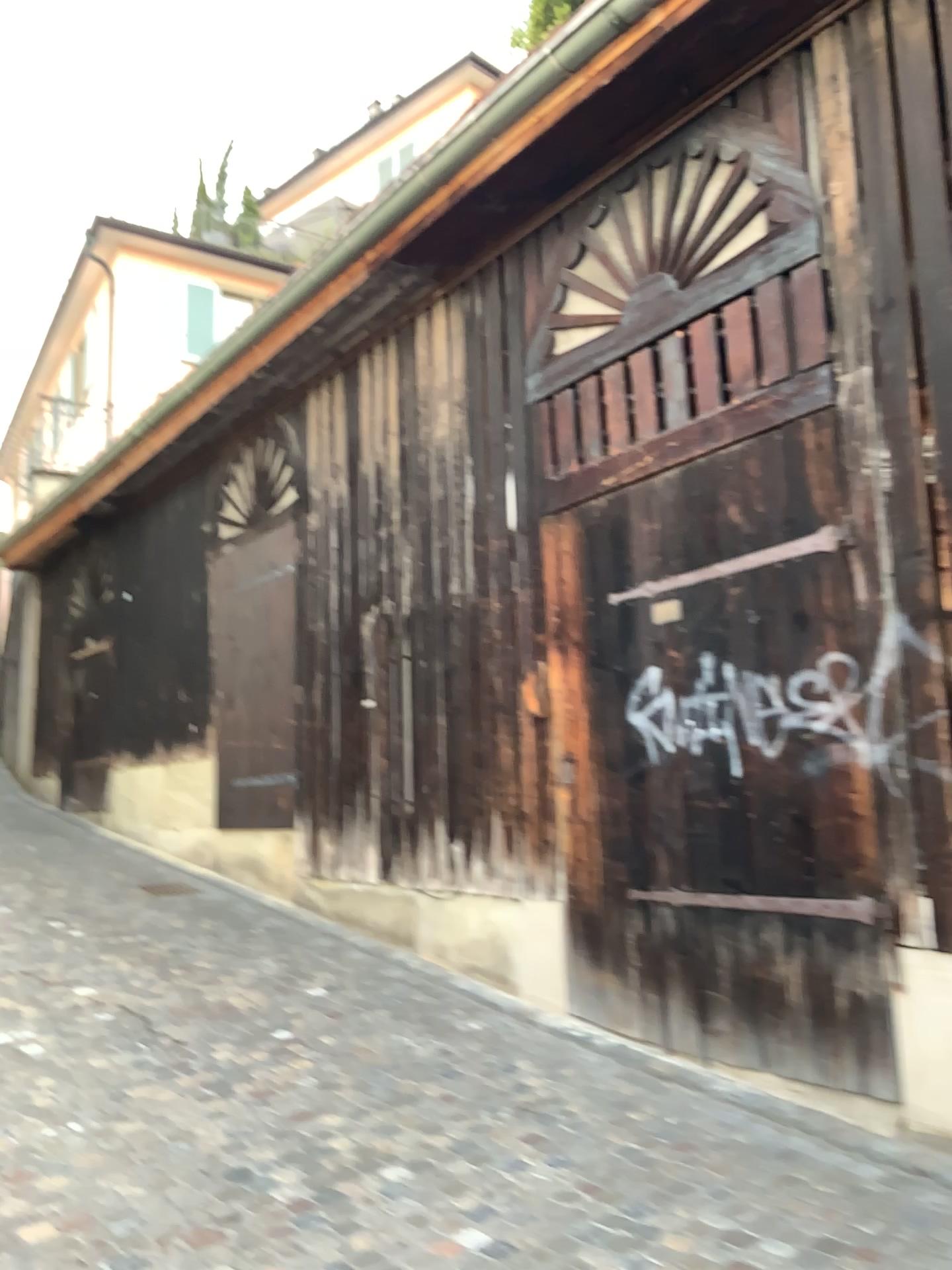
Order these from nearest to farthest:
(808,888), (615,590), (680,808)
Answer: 1. (808,888)
2. (680,808)
3. (615,590)
